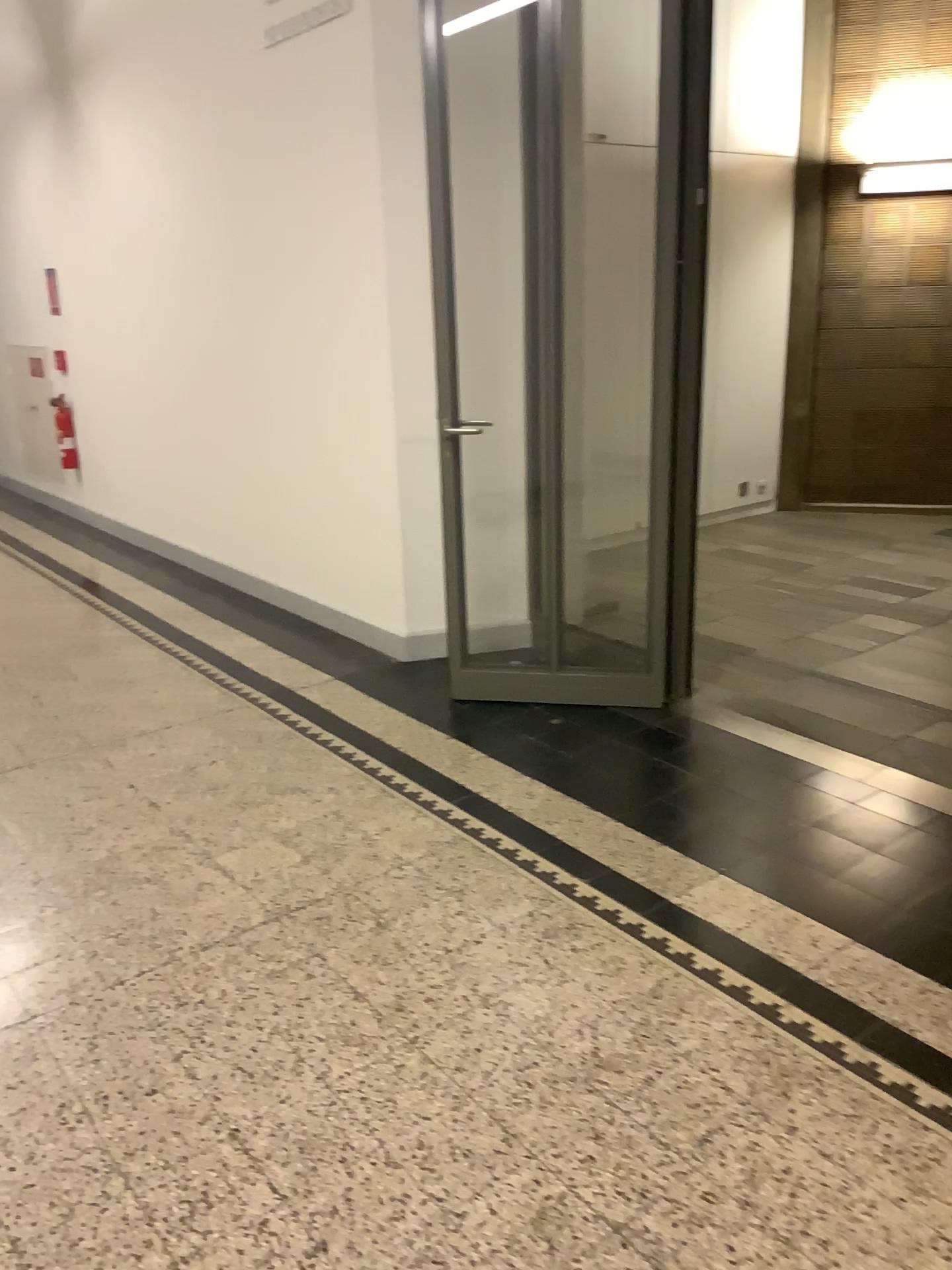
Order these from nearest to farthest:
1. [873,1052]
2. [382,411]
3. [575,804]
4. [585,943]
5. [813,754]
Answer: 1. [873,1052]
2. [585,943]
3. [575,804]
4. [813,754]
5. [382,411]
